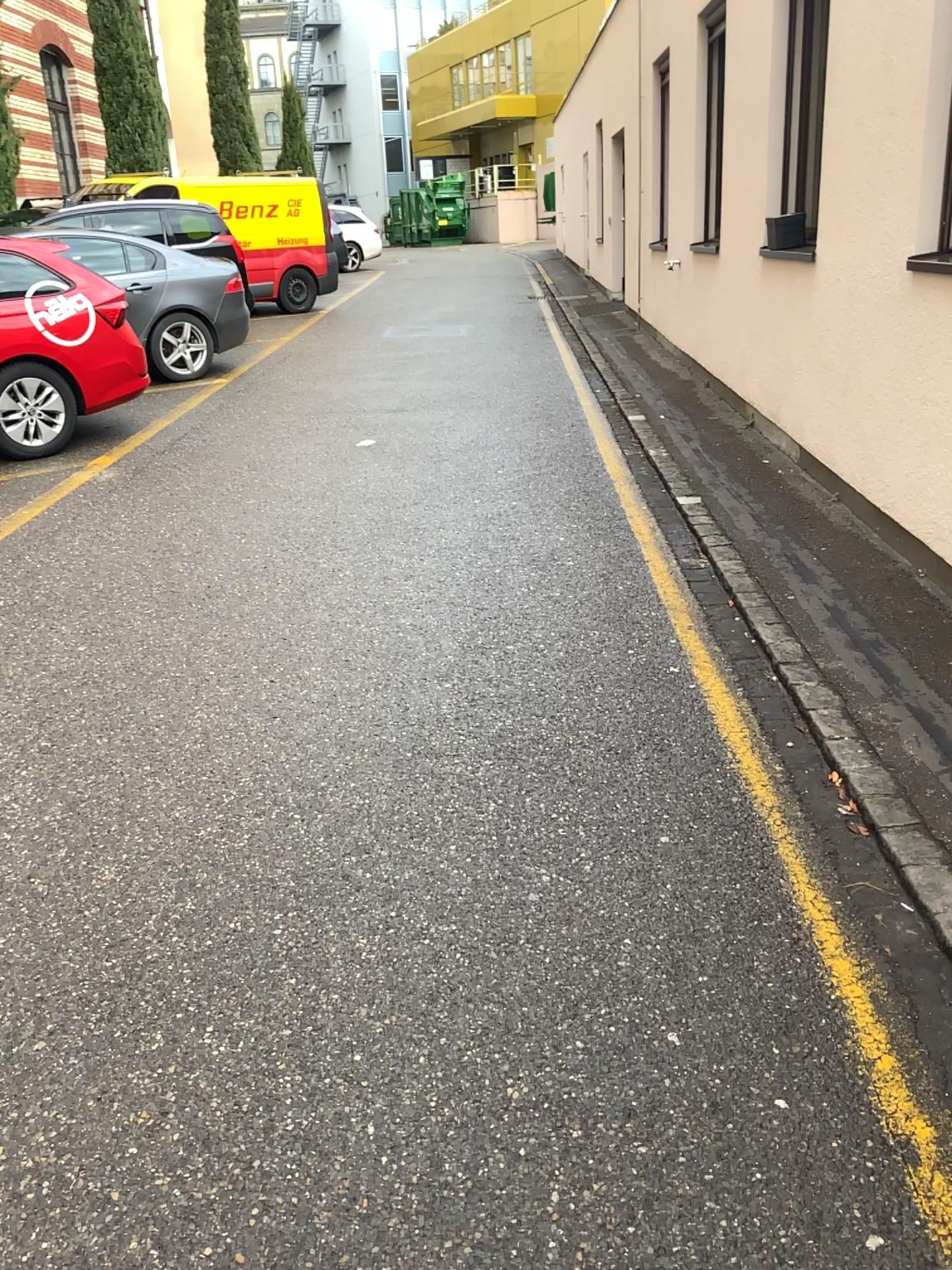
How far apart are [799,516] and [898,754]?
2.3 meters
